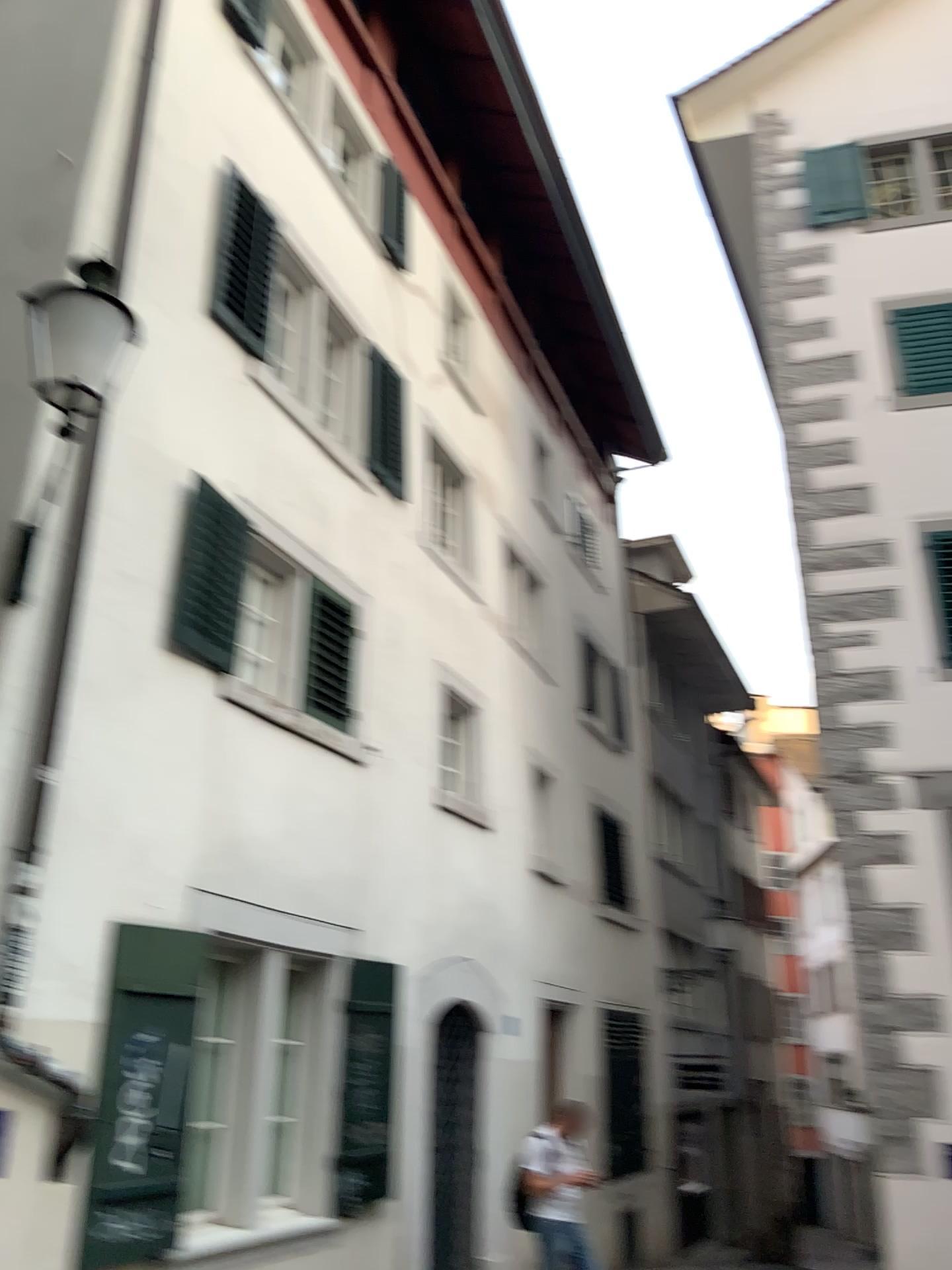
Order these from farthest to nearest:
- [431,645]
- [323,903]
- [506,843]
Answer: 1. [506,843]
2. [431,645]
3. [323,903]
